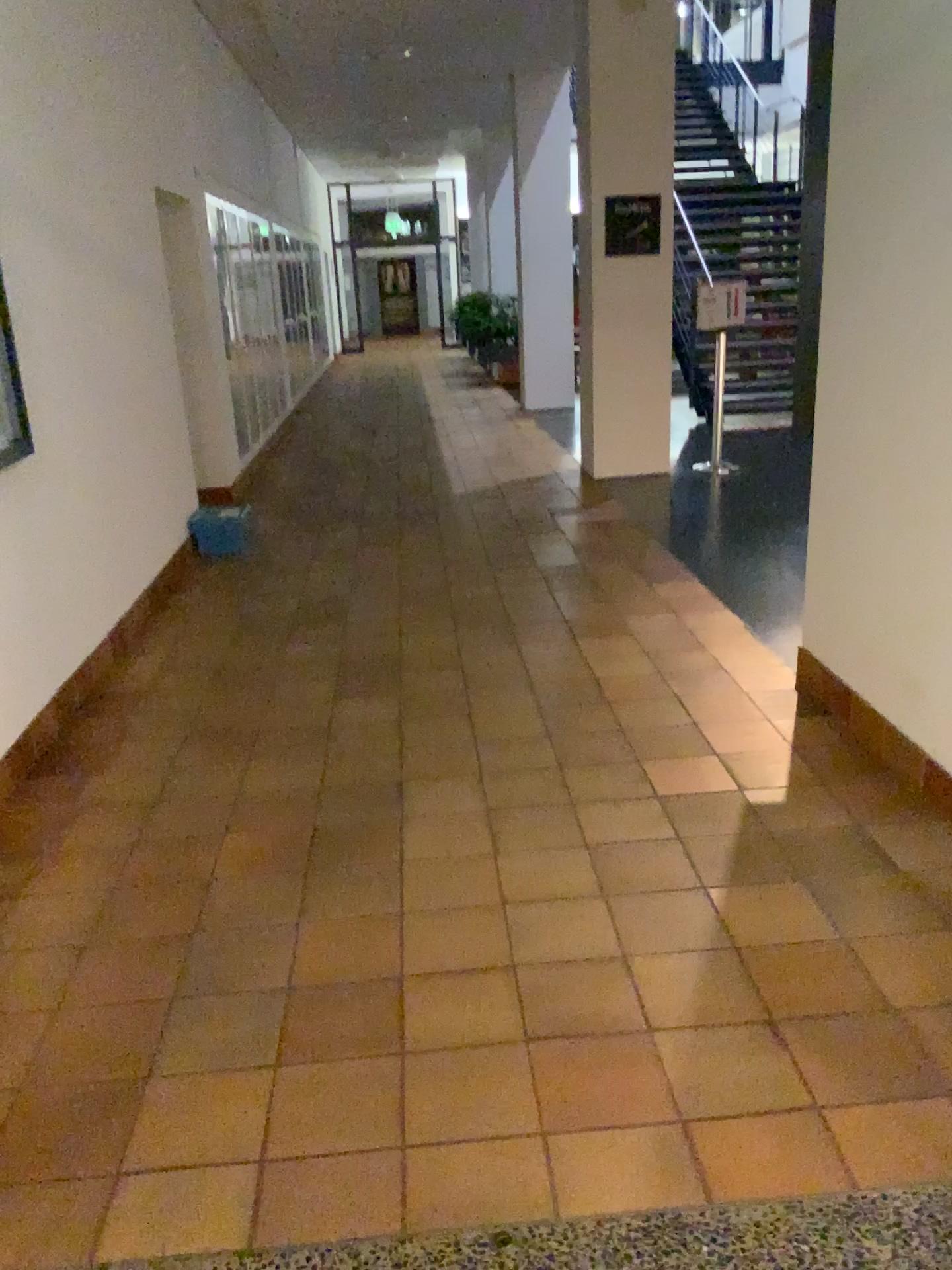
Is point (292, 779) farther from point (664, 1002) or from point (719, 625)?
point (719, 625)
